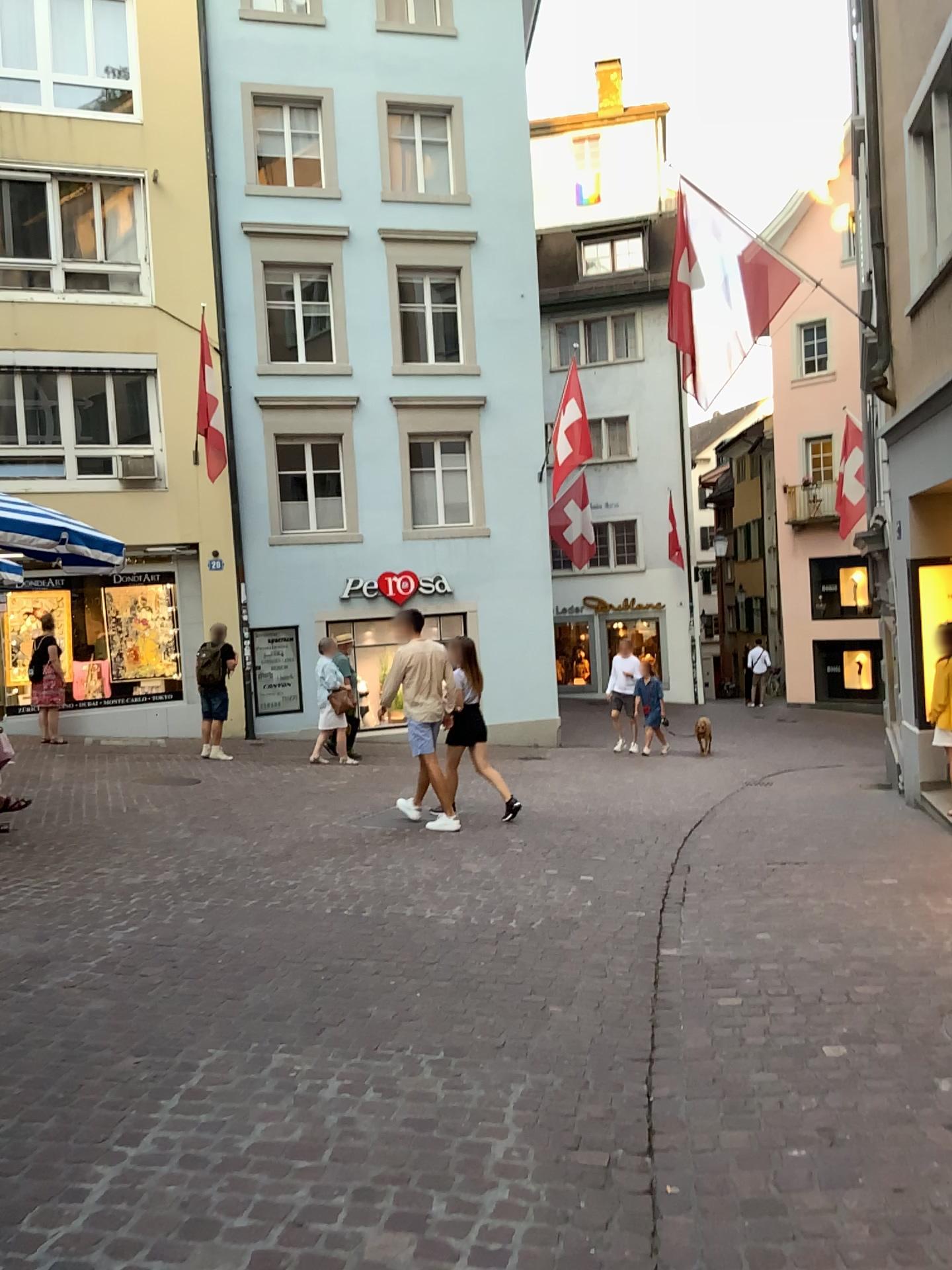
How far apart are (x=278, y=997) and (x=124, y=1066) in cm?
76
